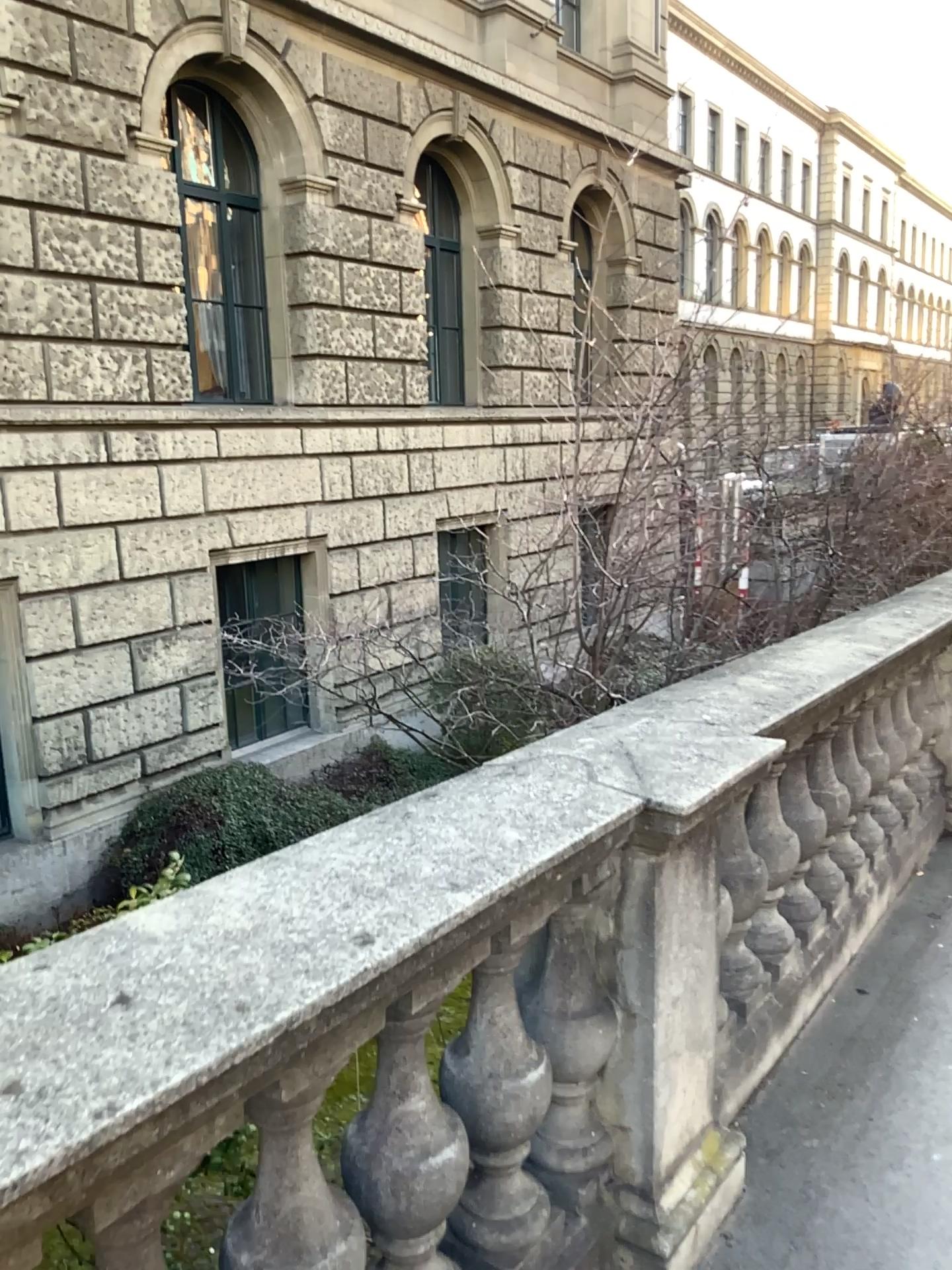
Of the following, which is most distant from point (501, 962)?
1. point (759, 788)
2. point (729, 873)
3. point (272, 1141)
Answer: point (759, 788)

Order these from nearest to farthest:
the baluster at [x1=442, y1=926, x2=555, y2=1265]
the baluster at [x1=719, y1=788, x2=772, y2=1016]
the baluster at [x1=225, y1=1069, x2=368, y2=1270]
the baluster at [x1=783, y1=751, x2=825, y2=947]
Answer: the baluster at [x1=225, y1=1069, x2=368, y2=1270], the baluster at [x1=442, y1=926, x2=555, y2=1265], the baluster at [x1=719, y1=788, x2=772, y2=1016], the baluster at [x1=783, y1=751, x2=825, y2=947]

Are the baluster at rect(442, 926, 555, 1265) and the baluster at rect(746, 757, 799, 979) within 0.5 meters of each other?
no

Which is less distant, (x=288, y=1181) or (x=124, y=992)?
(x=124, y=992)

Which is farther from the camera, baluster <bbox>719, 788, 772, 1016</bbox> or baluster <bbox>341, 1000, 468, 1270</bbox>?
baluster <bbox>719, 788, 772, 1016</bbox>

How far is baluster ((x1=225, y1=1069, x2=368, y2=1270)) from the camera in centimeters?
136cm

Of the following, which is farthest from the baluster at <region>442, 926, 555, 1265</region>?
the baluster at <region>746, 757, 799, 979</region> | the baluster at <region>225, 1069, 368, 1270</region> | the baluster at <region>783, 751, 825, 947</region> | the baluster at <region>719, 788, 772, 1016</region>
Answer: the baluster at <region>783, 751, 825, 947</region>

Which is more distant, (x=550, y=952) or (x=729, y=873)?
(x=729, y=873)

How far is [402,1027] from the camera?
1.5m

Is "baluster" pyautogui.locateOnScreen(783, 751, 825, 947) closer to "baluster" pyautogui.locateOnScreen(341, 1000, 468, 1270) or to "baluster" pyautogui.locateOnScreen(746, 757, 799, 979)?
"baluster" pyautogui.locateOnScreen(746, 757, 799, 979)
